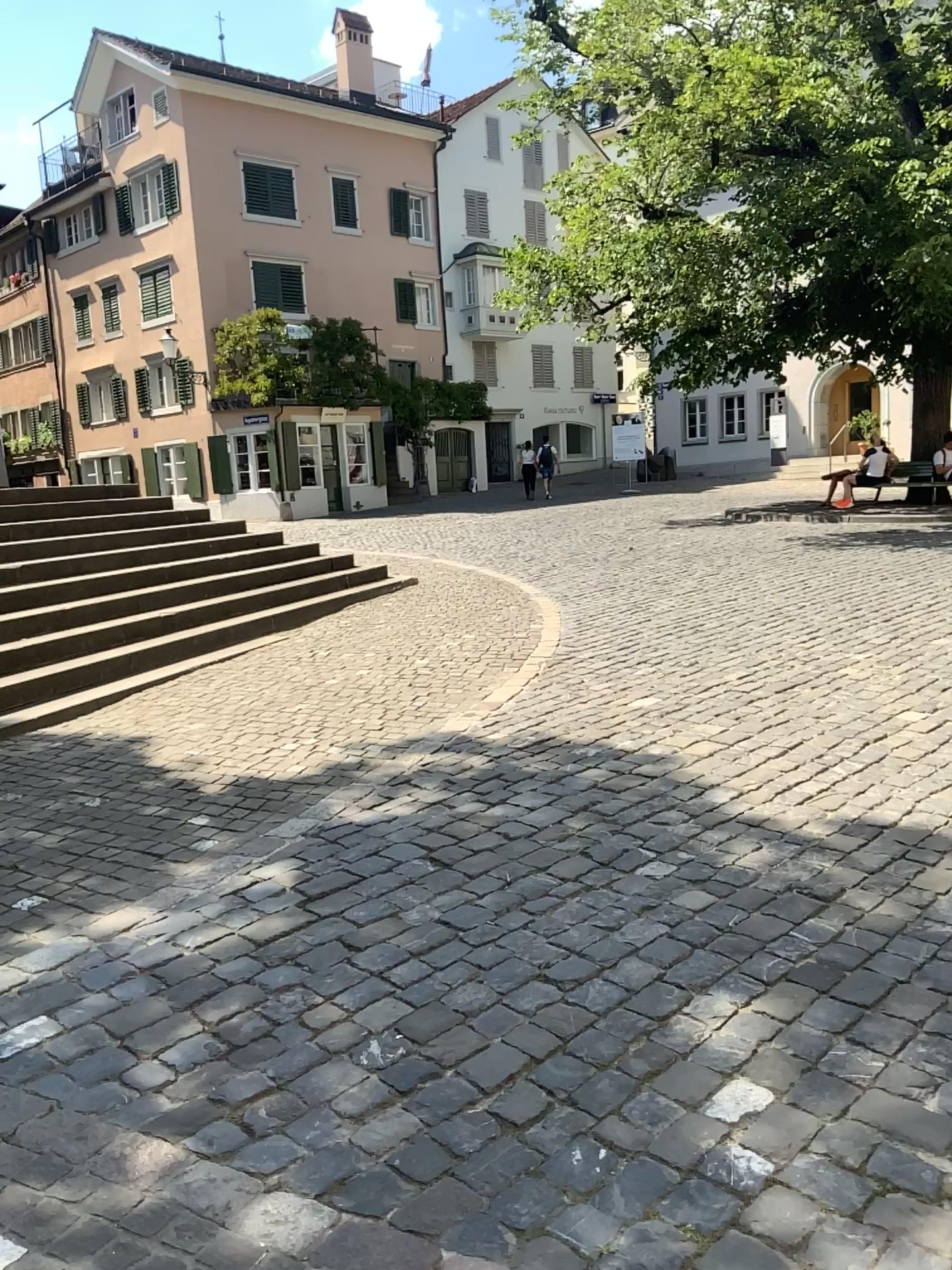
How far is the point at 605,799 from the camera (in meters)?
4.40
